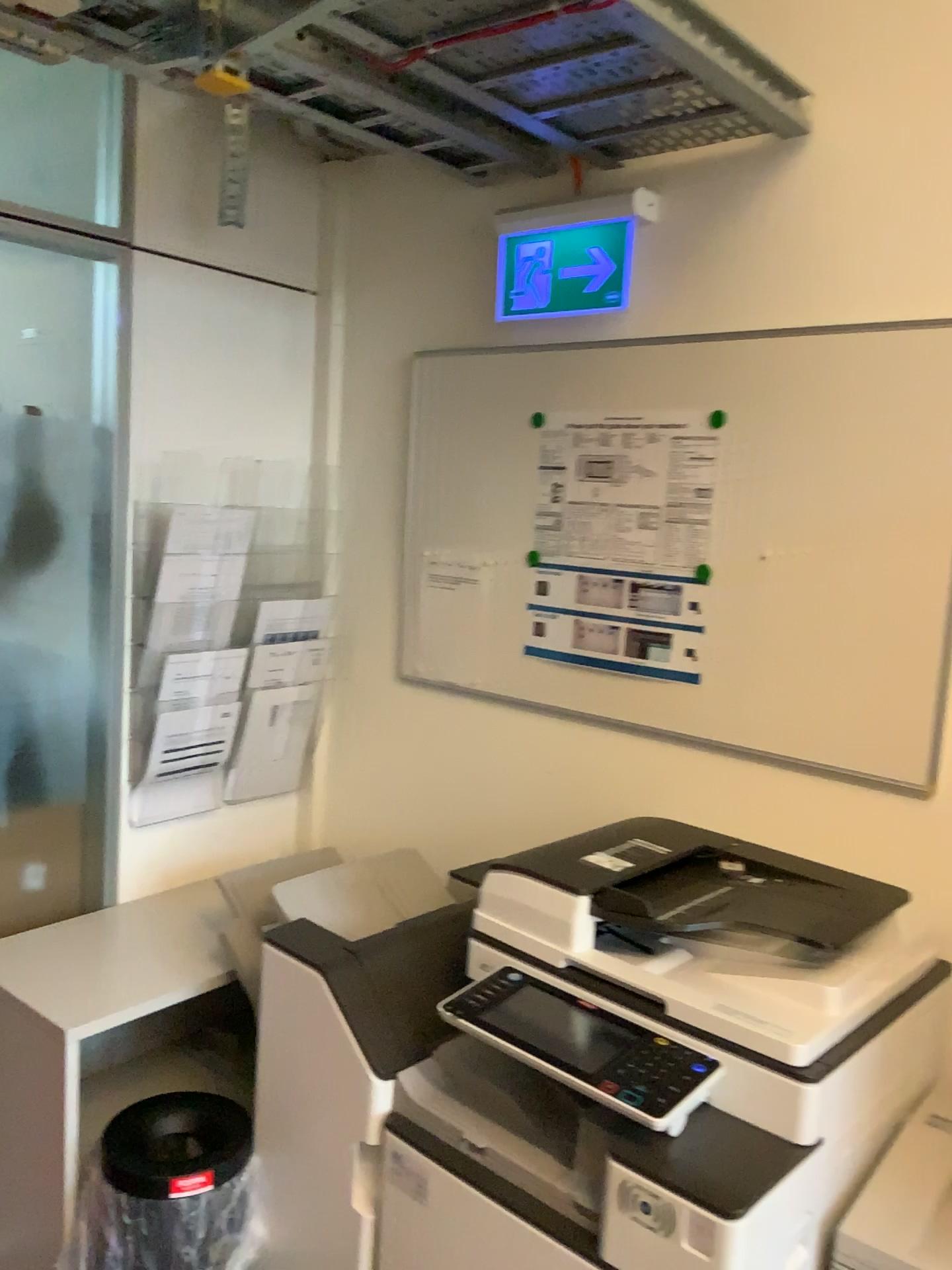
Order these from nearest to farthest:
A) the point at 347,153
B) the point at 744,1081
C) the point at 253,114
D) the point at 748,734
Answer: the point at 744,1081, the point at 748,734, the point at 253,114, the point at 347,153

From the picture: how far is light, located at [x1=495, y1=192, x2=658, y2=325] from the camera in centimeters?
201cm

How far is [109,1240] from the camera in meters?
1.7

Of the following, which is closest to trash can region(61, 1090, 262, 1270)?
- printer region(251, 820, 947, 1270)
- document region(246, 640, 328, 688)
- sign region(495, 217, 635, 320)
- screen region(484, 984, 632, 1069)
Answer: printer region(251, 820, 947, 1270)

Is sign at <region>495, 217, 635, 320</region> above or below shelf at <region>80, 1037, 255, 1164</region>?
above

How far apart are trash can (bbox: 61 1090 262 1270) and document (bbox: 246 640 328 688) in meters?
0.9

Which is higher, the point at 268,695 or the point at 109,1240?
the point at 268,695

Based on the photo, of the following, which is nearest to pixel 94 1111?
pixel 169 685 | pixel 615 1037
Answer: pixel 169 685

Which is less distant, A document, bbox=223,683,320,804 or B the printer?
B the printer

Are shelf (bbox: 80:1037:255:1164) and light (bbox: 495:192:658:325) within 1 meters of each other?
no
